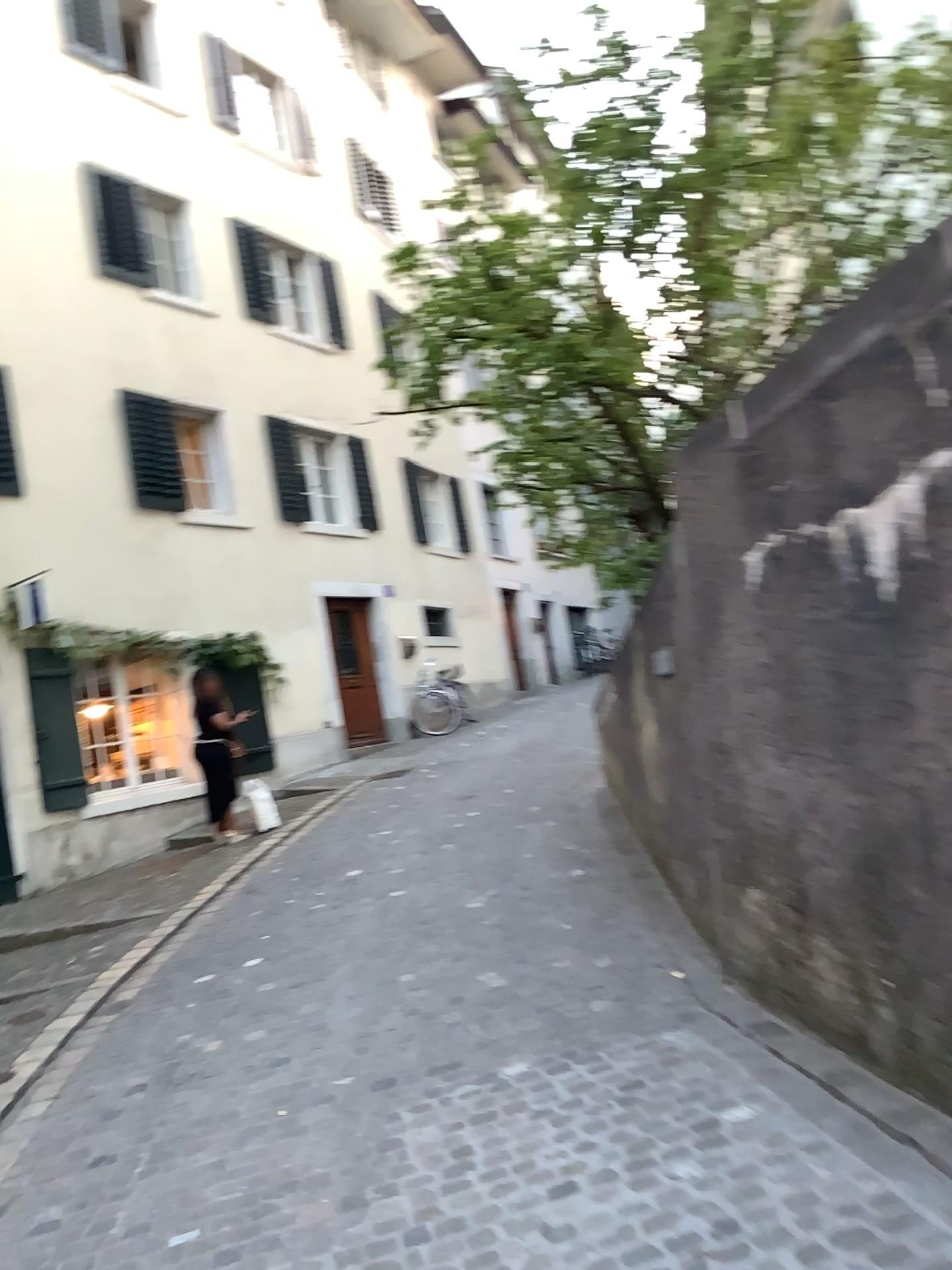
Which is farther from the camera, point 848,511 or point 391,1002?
point 391,1002
